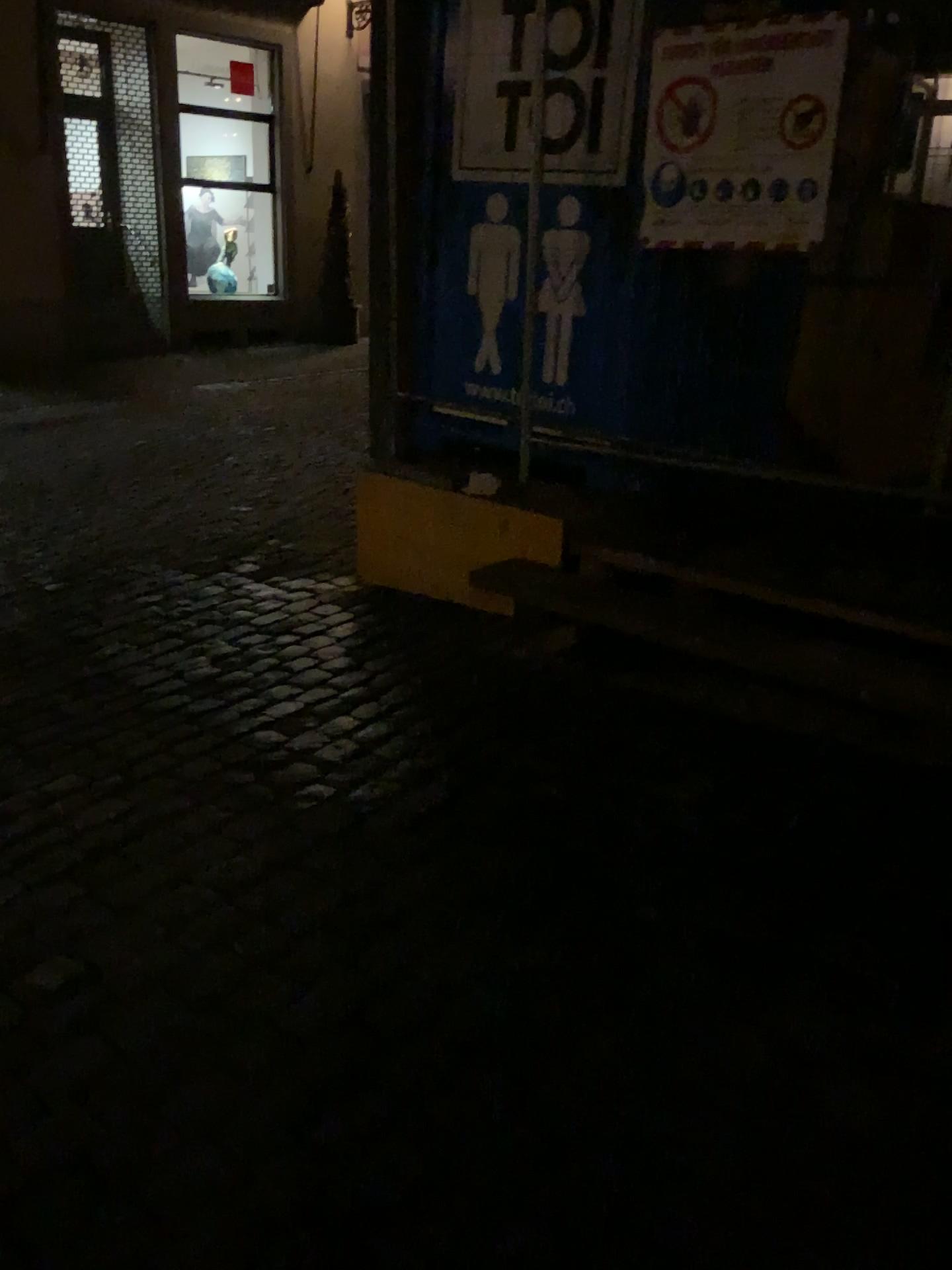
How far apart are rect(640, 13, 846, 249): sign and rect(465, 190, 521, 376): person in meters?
0.7

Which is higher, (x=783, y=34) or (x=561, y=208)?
(x=783, y=34)

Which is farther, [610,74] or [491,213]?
[491,213]

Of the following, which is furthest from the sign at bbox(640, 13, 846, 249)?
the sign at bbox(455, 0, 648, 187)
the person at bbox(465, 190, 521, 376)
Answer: the person at bbox(465, 190, 521, 376)

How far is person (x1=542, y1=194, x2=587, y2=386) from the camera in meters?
3.6

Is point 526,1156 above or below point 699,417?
below

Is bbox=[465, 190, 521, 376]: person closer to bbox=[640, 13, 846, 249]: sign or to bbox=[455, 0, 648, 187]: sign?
bbox=[455, 0, 648, 187]: sign

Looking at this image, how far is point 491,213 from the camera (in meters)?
3.85

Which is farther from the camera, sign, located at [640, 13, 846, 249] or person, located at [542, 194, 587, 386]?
person, located at [542, 194, 587, 386]

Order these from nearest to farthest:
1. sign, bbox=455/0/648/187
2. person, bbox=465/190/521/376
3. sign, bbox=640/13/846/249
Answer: sign, bbox=640/13/846/249 → sign, bbox=455/0/648/187 → person, bbox=465/190/521/376
